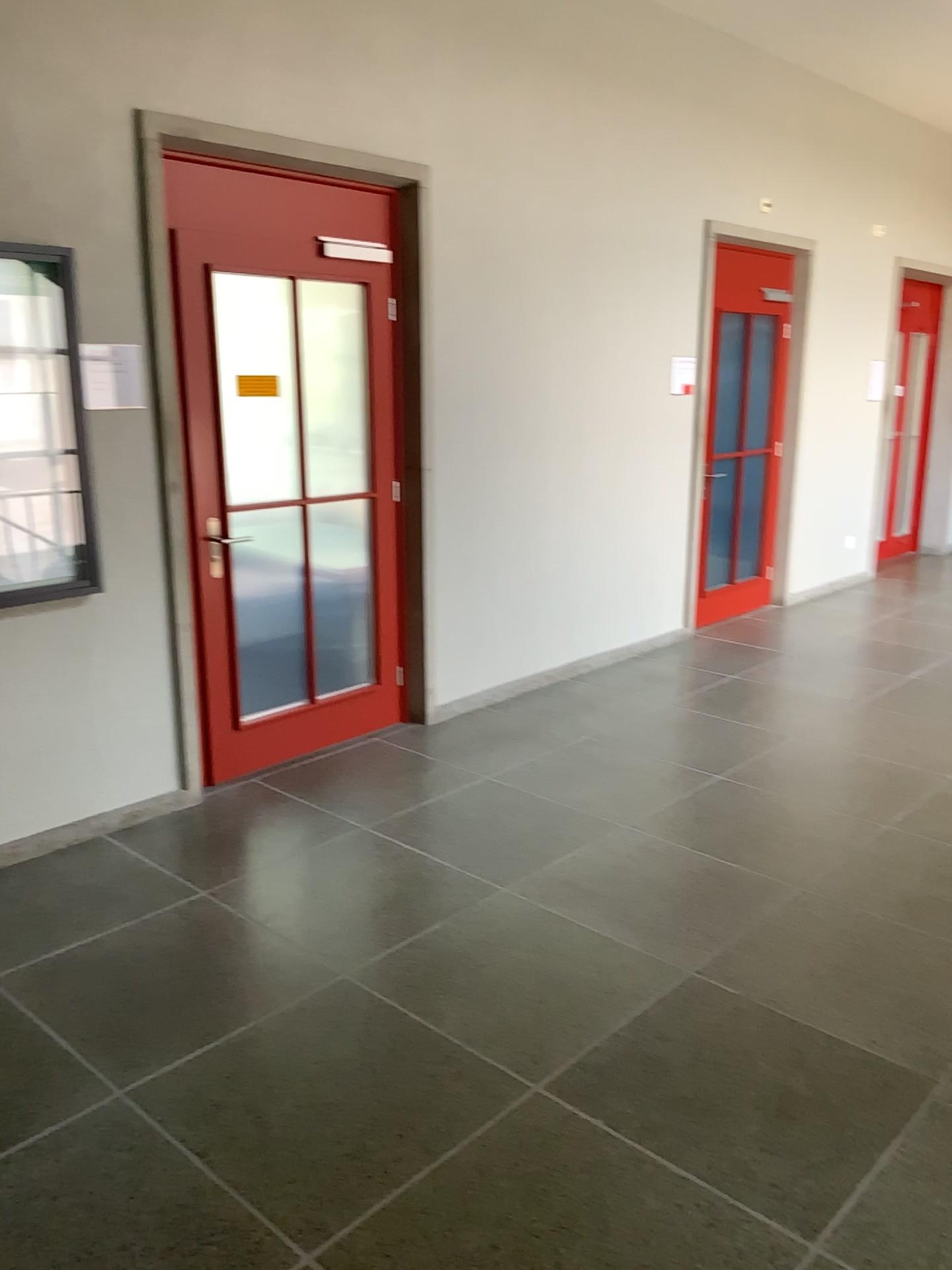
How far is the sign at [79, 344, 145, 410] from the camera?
3.5 meters

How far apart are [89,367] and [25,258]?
0.4 meters

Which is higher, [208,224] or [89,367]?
[208,224]

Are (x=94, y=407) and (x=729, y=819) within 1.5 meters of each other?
no

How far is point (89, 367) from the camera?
3.54m

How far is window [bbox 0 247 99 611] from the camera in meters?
3.3
